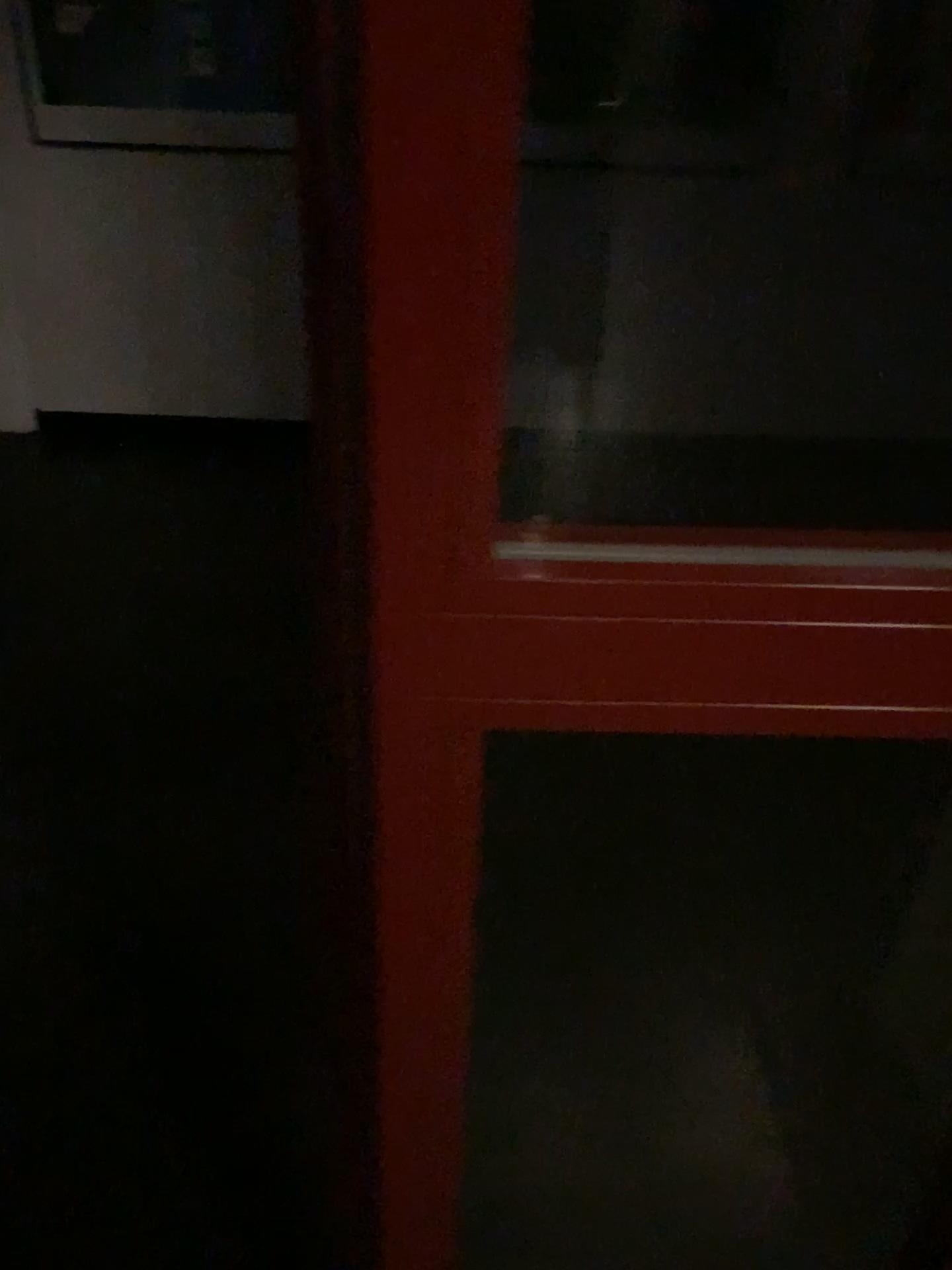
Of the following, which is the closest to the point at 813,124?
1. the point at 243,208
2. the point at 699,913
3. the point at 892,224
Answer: the point at 892,224
